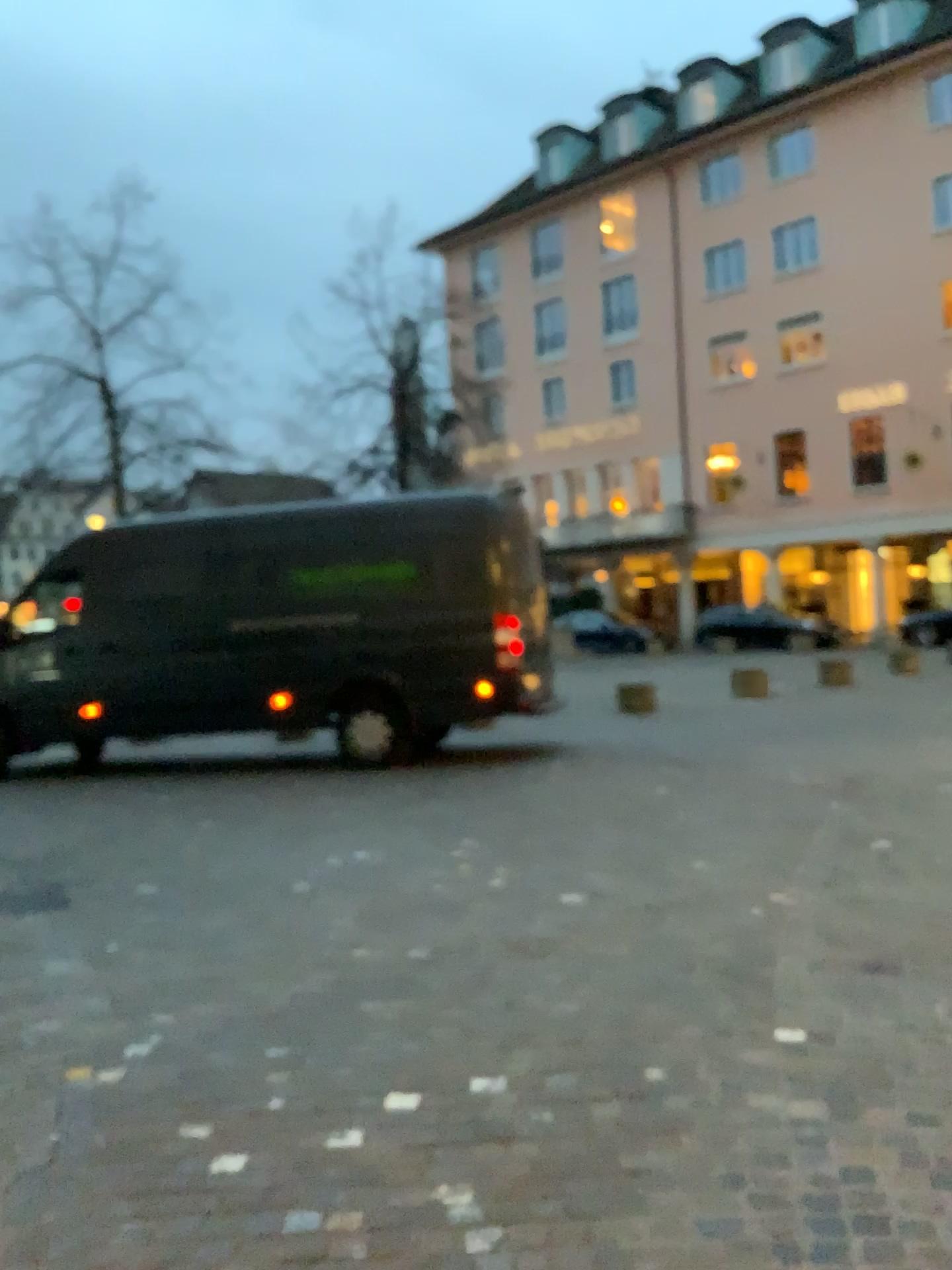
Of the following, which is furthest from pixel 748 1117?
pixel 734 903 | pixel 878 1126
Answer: pixel 734 903
